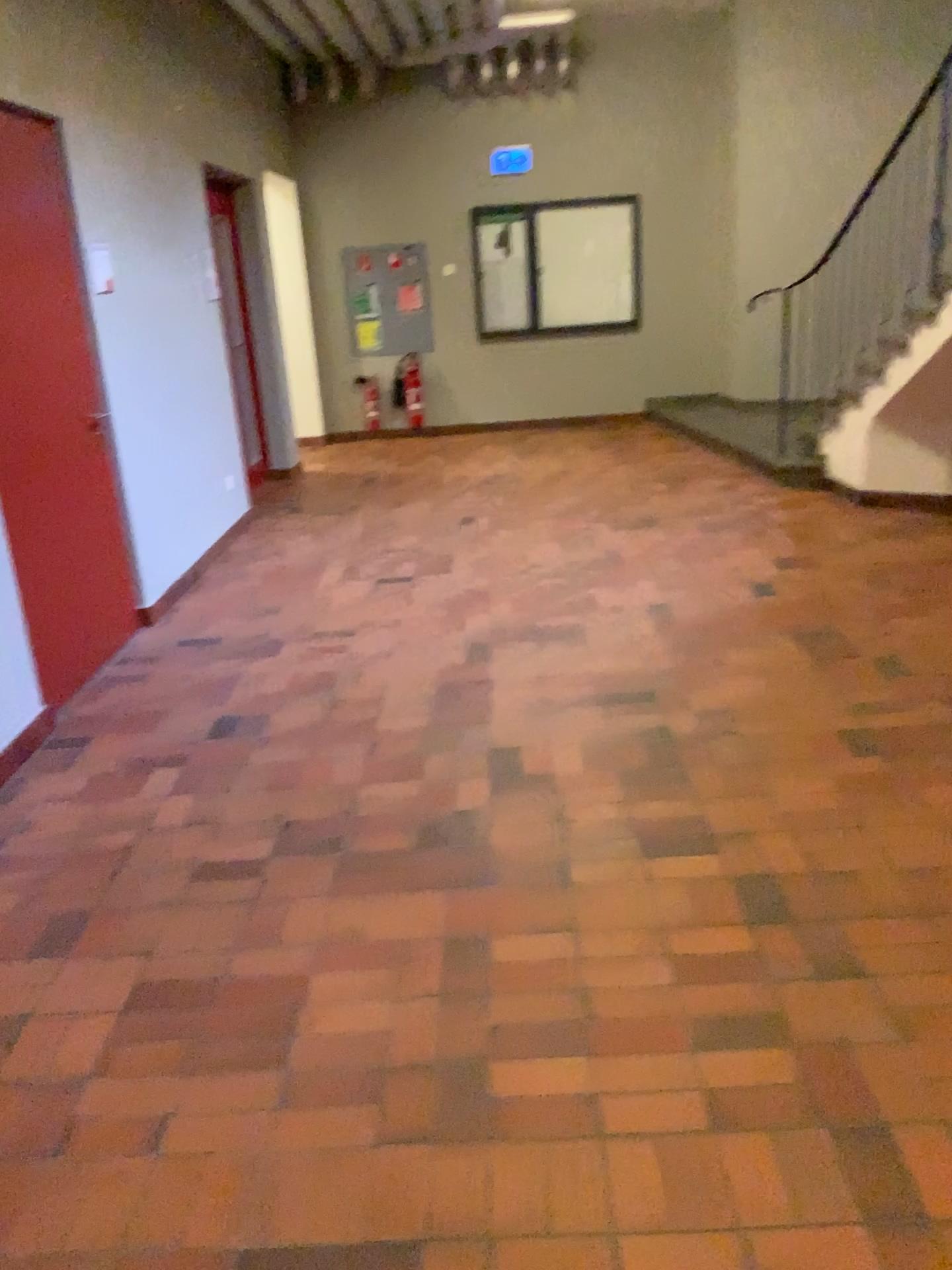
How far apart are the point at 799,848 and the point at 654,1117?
1.0 meters
